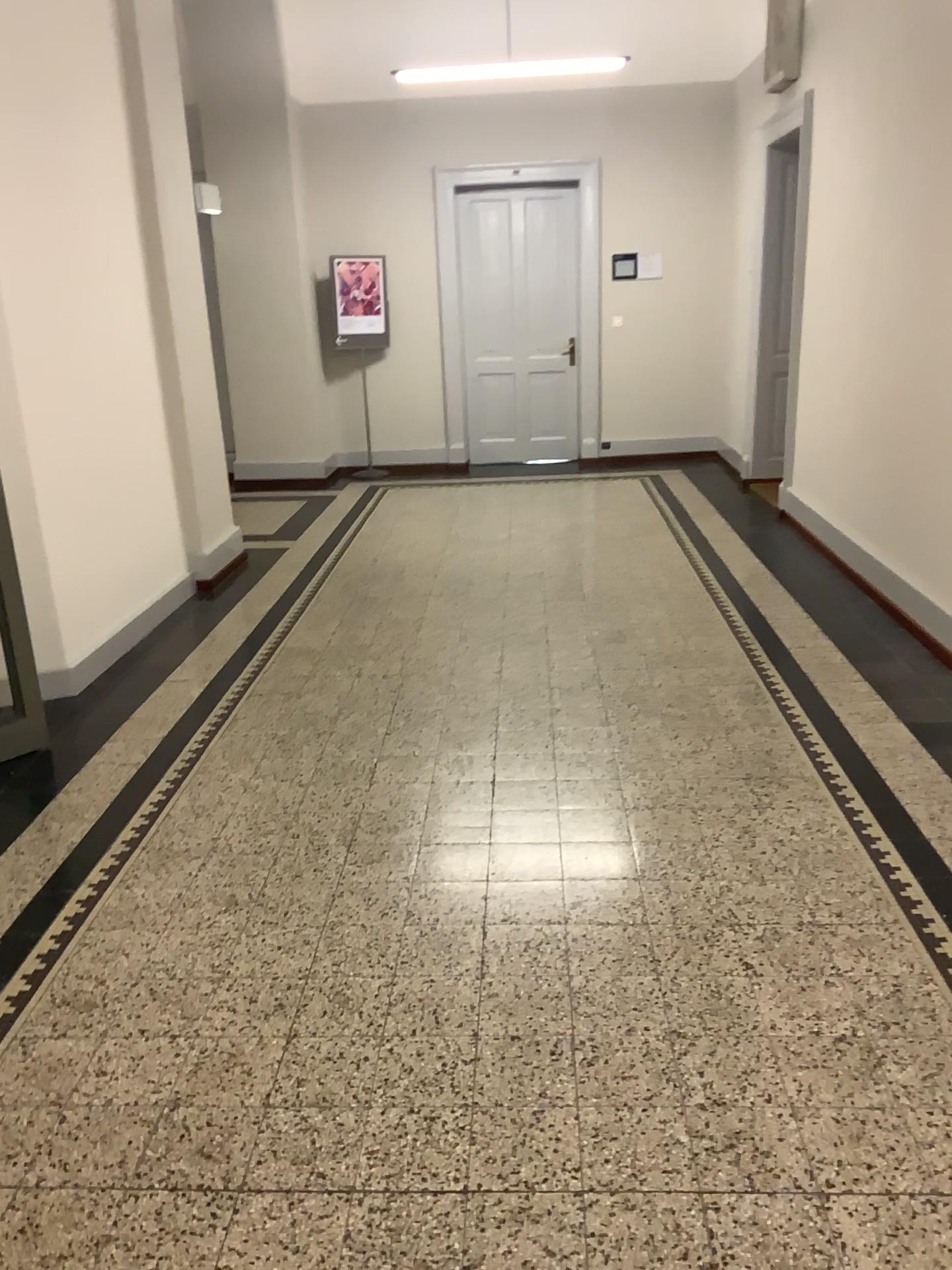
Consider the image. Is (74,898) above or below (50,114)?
below
